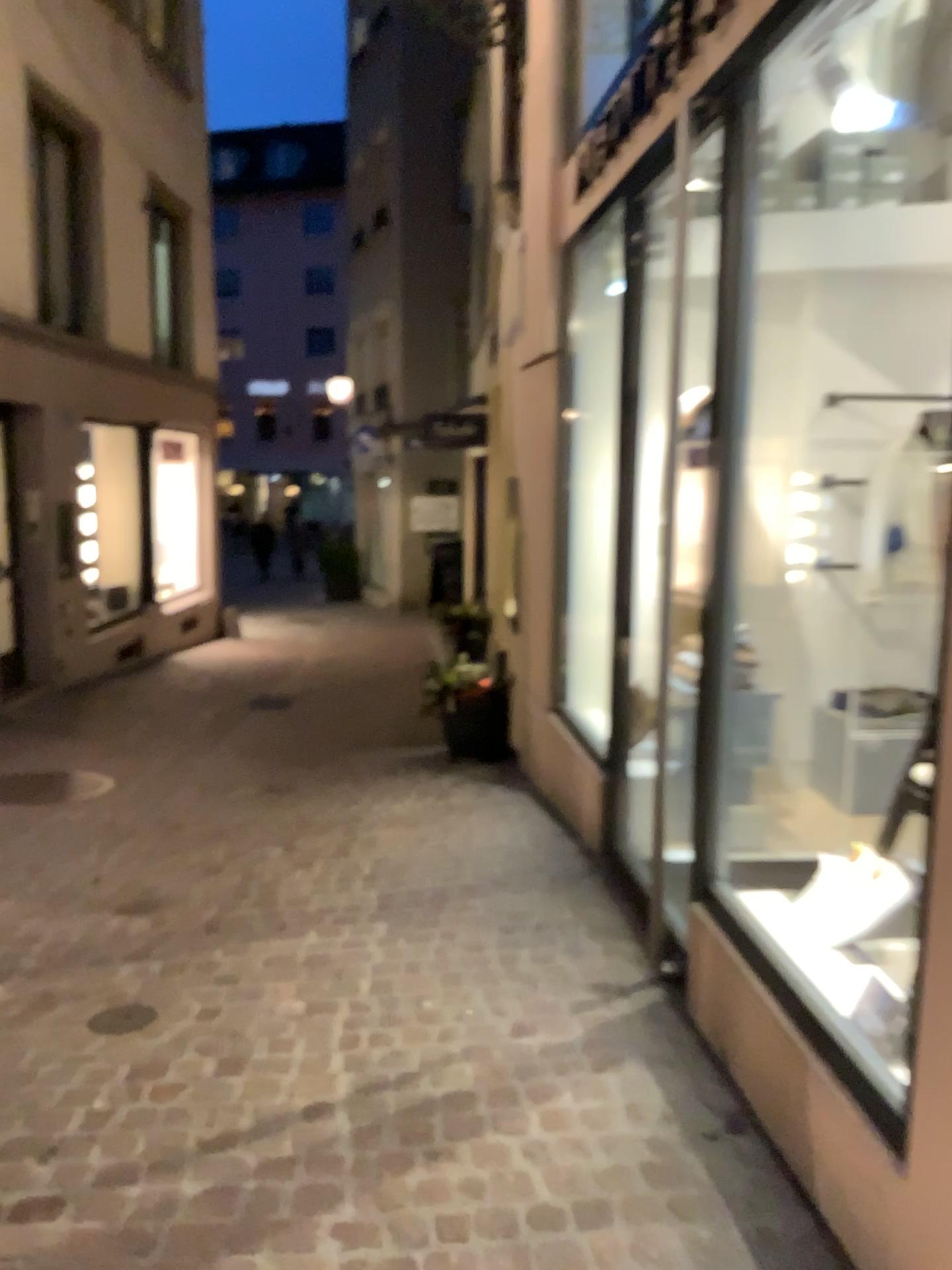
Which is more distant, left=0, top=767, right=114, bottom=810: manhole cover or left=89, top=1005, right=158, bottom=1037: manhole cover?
left=0, top=767, right=114, bottom=810: manhole cover

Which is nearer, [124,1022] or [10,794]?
[124,1022]

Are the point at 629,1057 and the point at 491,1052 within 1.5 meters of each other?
yes
